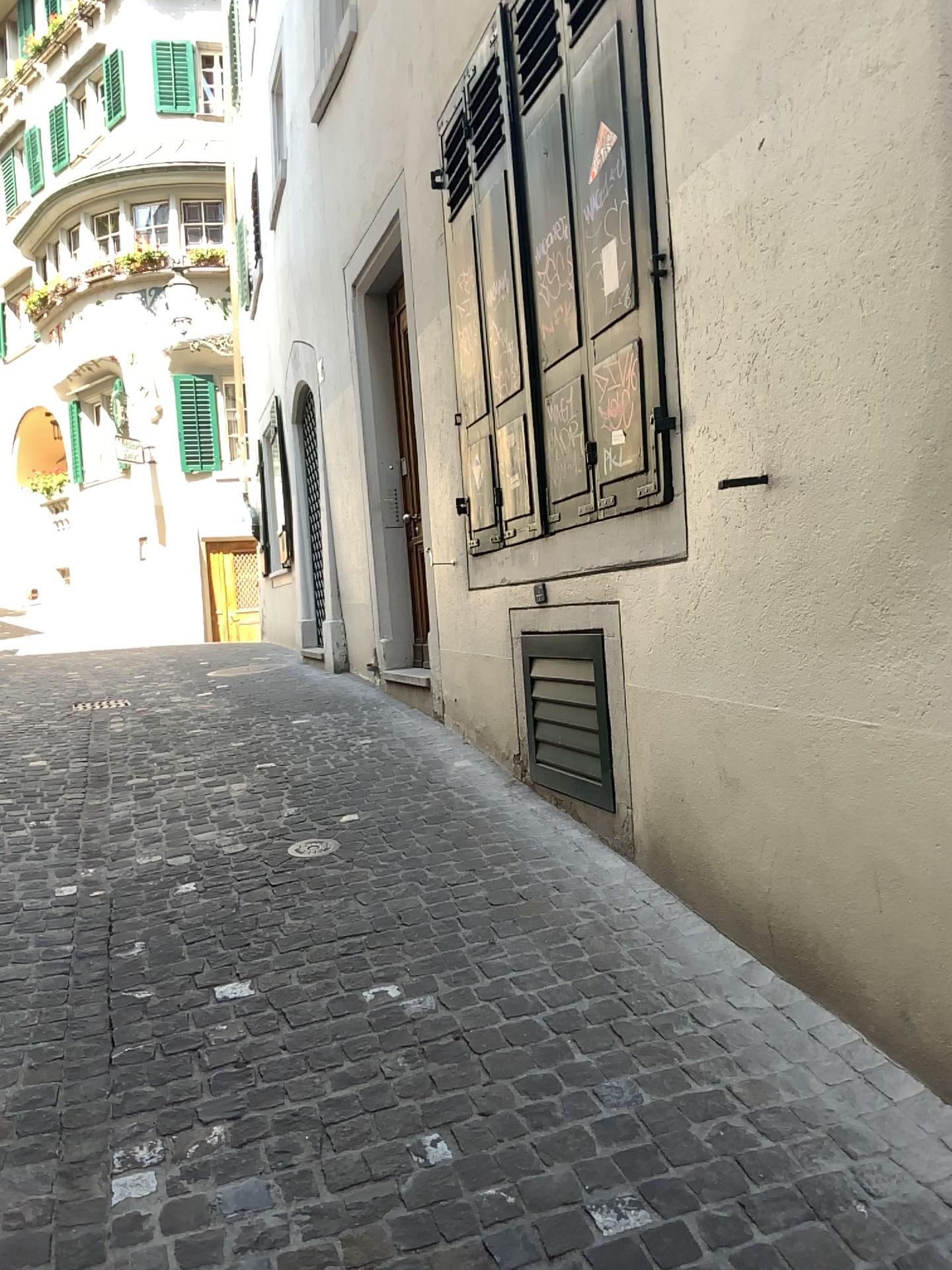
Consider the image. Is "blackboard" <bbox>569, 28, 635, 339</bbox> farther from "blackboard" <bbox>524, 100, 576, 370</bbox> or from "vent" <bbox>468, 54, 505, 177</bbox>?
"vent" <bbox>468, 54, 505, 177</bbox>

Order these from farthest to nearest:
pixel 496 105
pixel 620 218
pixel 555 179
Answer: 1. pixel 496 105
2. pixel 555 179
3. pixel 620 218

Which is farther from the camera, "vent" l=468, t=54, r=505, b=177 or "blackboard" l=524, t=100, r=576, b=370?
"vent" l=468, t=54, r=505, b=177

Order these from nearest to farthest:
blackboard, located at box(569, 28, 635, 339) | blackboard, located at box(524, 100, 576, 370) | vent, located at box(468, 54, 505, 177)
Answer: blackboard, located at box(569, 28, 635, 339) → blackboard, located at box(524, 100, 576, 370) → vent, located at box(468, 54, 505, 177)

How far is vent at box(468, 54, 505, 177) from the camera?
4.3m

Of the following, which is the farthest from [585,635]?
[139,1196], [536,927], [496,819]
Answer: [139,1196]

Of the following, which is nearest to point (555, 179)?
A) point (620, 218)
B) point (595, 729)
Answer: point (620, 218)

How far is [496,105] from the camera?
4.29m

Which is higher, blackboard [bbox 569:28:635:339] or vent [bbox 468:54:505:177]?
vent [bbox 468:54:505:177]

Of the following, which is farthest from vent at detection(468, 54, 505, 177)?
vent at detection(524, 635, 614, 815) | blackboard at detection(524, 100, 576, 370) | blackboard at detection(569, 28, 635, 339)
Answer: vent at detection(524, 635, 614, 815)
